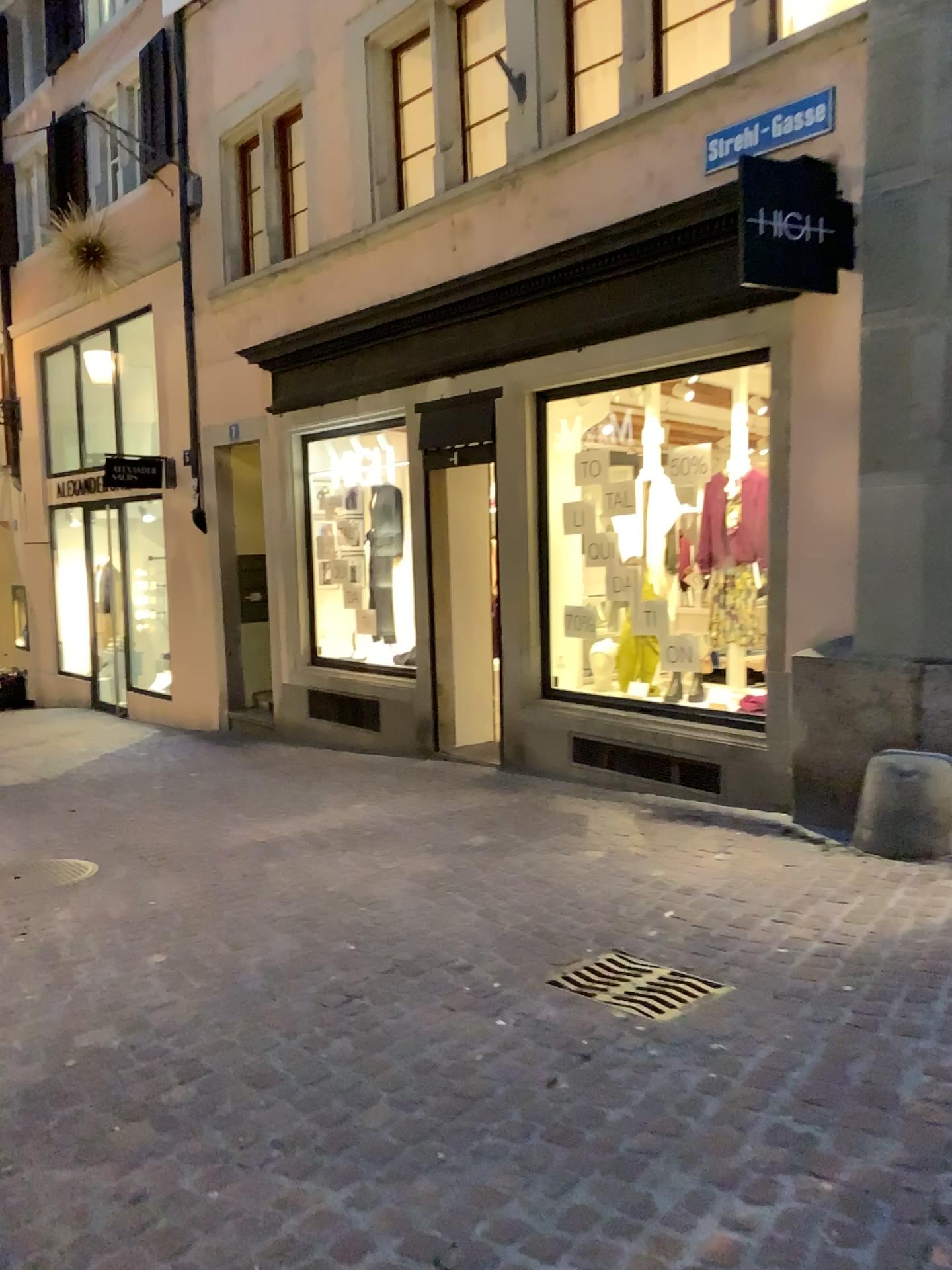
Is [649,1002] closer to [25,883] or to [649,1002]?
[649,1002]

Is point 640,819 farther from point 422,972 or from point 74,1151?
point 74,1151

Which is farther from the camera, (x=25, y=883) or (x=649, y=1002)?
Answer: (x=25, y=883)

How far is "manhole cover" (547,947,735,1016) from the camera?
3.2 meters

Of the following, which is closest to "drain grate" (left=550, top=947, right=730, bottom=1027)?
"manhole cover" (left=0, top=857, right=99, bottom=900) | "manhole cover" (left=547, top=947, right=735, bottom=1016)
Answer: "manhole cover" (left=547, top=947, right=735, bottom=1016)

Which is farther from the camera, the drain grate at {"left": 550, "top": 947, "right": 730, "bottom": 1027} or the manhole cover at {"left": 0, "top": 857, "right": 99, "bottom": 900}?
the manhole cover at {"left": 0, "top": 857, "right": 99, "bottom": 900}

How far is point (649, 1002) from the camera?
3.17m

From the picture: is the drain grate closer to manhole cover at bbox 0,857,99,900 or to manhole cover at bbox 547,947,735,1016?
manhole cover at bbox 547,947,735,1016

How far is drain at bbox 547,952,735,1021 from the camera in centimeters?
317cm
